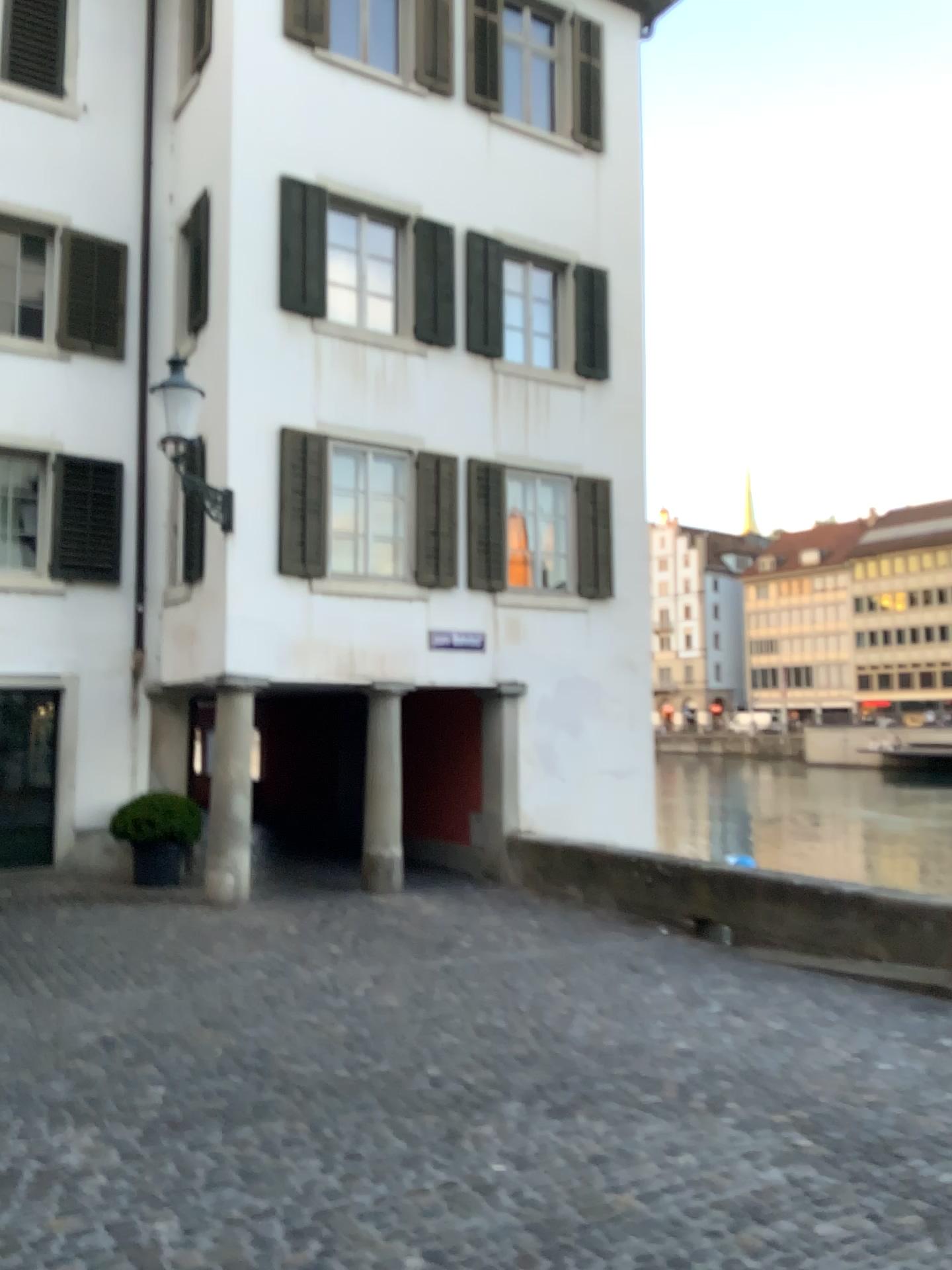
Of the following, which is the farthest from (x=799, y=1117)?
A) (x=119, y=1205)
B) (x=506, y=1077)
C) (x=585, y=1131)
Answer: (x=119, y=1205)
